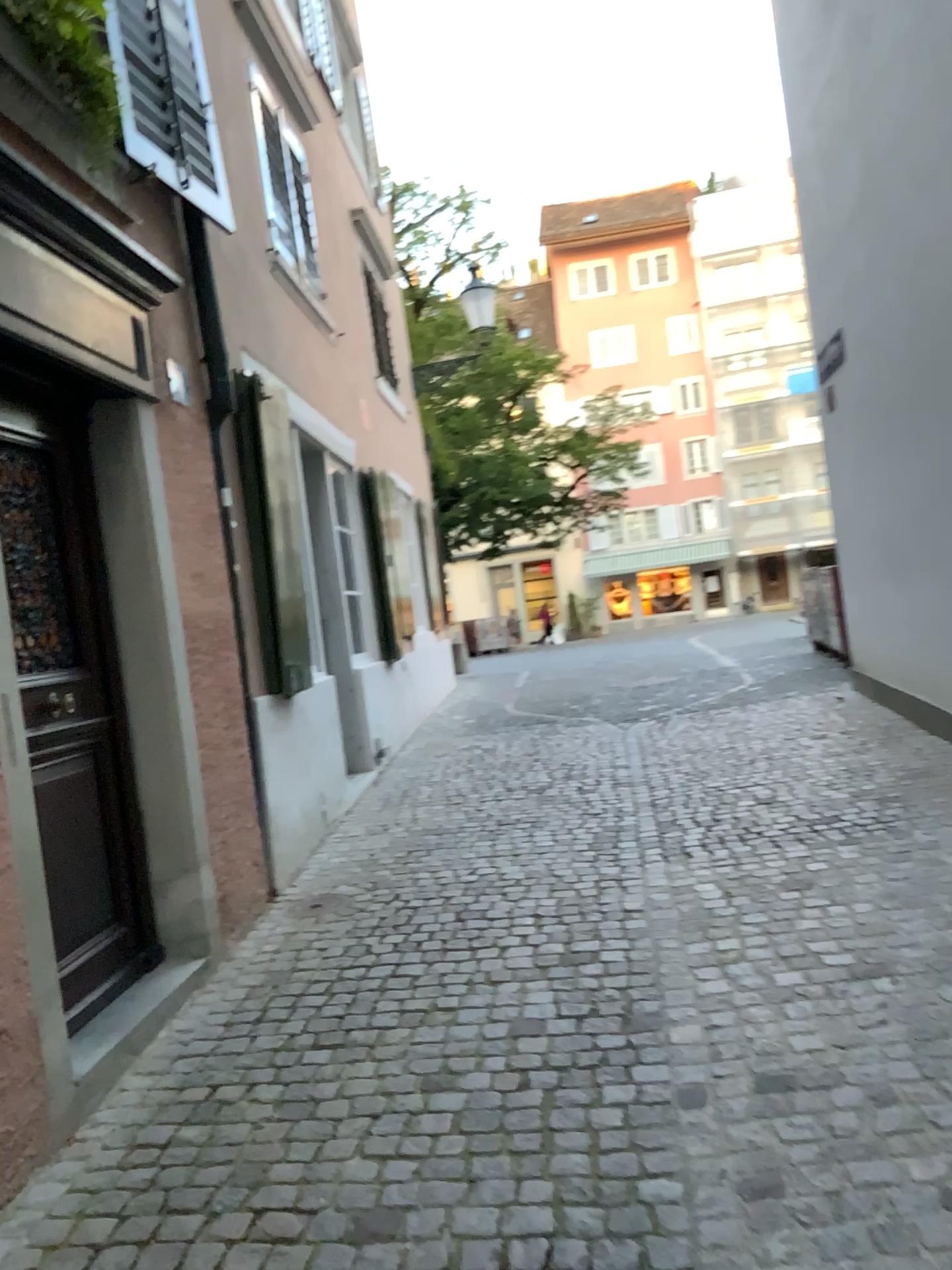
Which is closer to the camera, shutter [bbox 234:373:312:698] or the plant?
the plant

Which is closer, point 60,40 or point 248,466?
point 60,40

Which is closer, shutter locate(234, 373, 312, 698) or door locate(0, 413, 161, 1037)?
door locate(0, 413, 161, 1037)

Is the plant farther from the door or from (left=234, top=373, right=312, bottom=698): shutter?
(left=234, top=373, right=312, bottom=698): shutter

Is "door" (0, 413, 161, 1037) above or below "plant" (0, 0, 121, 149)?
below

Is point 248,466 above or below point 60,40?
below

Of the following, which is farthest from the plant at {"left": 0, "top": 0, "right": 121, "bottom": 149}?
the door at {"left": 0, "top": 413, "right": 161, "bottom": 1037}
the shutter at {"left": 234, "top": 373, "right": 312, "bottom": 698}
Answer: the shutter at {"left": 234, "top": 373, "right": 312, "bottom": 698}

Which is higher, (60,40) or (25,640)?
(60,40)

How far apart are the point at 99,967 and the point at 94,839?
0.4 meters

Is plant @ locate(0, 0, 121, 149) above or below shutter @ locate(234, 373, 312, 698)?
above
